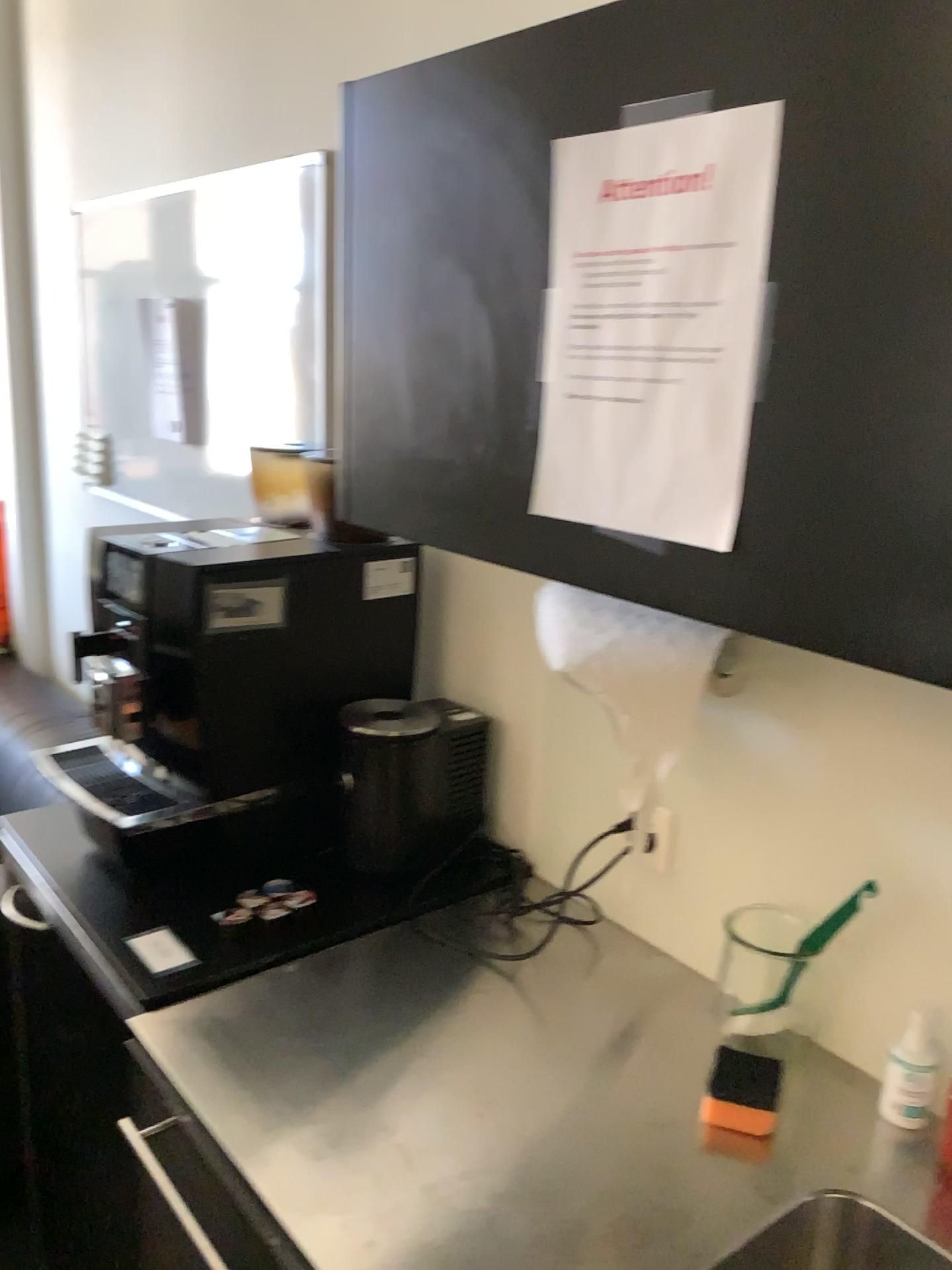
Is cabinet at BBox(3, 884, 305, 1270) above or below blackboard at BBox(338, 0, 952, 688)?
below

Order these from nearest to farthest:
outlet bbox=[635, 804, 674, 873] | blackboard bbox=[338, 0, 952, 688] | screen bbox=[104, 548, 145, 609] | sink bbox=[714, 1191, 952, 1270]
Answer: blackboard bbox=[338, 0, 952, 688]
sink bbox=[714, 1191, 952, 1270]
outlet bbox=[635, 804, 674, 873]
screen bbox=[104, 548, 145, 609]

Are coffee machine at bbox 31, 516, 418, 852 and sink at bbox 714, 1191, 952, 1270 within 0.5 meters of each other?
no

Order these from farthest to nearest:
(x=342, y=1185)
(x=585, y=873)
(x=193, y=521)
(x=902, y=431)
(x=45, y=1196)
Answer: (x=193, y=521) < (x=45, y=1196) < (x=585, y=873) < (x=342, y=1185) < (x=902, y=431)

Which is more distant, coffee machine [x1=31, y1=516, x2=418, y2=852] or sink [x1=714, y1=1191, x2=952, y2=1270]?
coffee machine [x1=31, y1=516, x2=418, y2=852]

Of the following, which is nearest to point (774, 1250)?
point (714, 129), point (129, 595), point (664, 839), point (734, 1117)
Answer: point (734, 1117)

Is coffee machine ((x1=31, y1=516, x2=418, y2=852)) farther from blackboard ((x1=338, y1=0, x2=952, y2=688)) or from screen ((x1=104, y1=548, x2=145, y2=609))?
screen ((x1=104, y1=548, x2=145, y2=609))

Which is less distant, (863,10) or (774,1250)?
(863,10)

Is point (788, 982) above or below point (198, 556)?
below

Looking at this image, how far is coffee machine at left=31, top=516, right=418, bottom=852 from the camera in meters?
1.4 m
